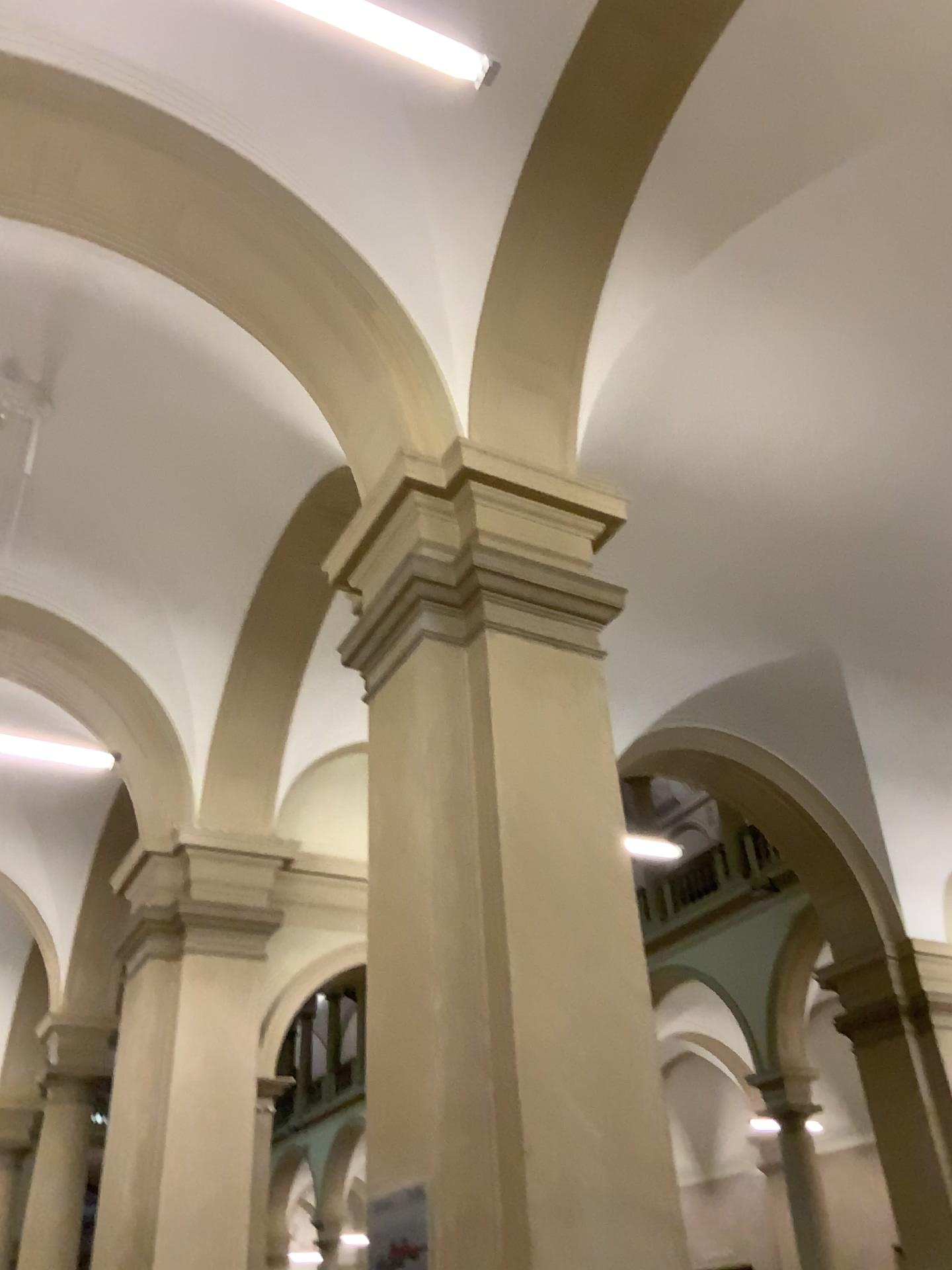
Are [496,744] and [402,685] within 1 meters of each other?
yes
